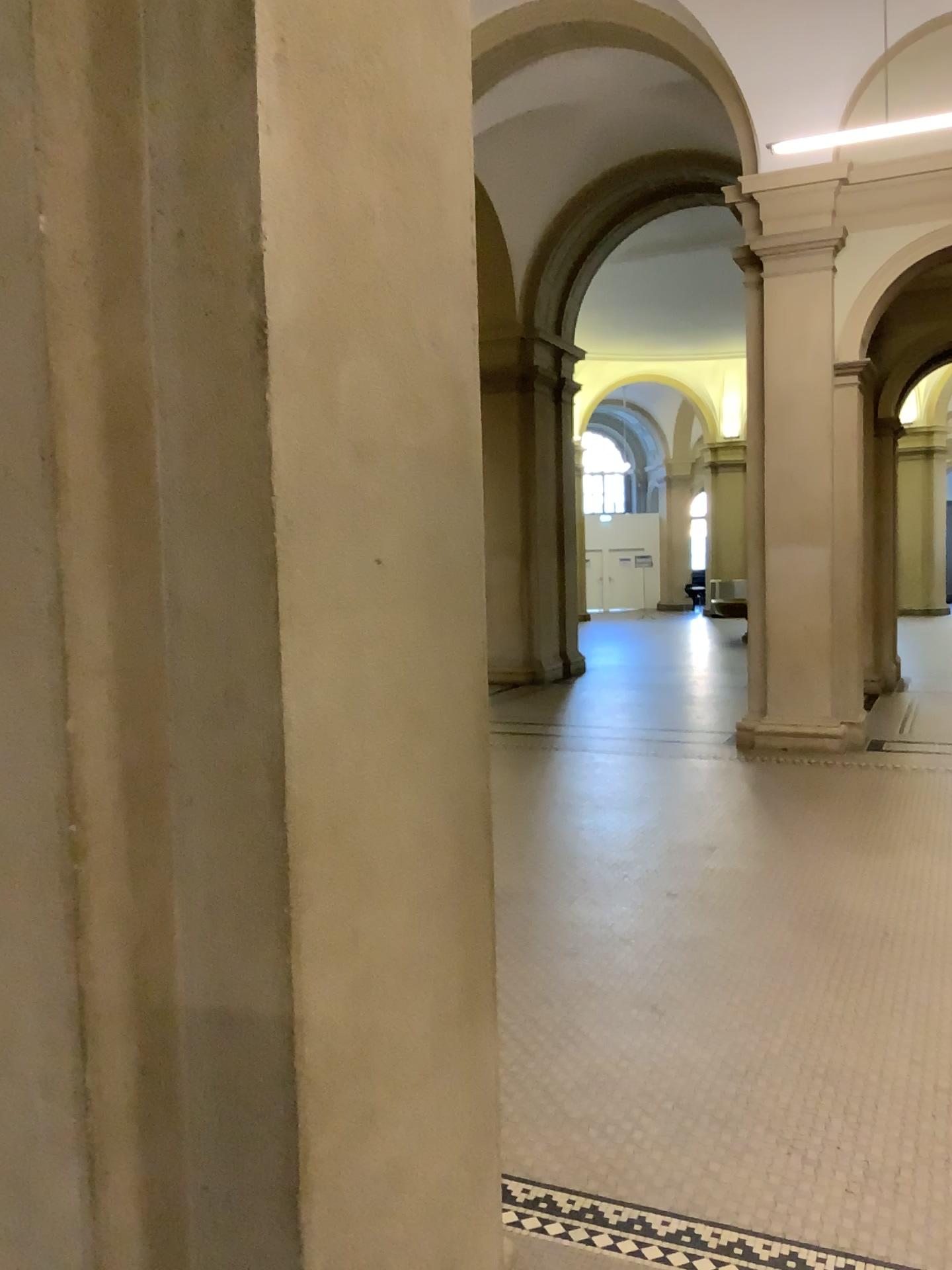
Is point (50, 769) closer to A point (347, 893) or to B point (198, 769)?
B point (198, 769)

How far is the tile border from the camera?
2.45m

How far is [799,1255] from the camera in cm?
245
